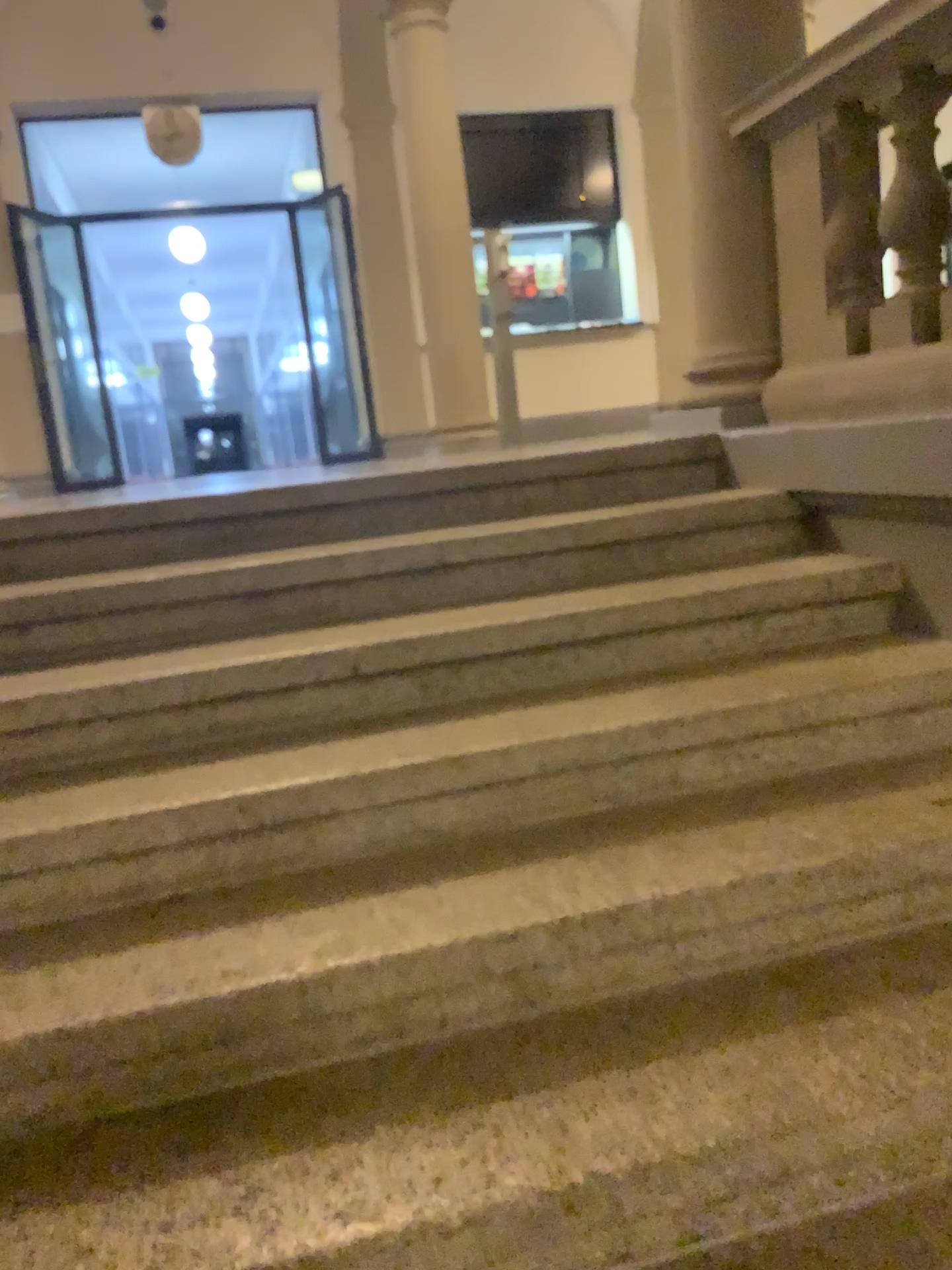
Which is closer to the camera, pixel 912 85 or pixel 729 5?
pixel 912 85

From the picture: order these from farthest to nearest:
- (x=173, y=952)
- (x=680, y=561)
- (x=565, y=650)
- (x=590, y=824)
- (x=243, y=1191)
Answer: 1. (x=680, y=561)
2. (x=565, y=650)
3. (x=590, y=824)
4. (x=173, y=952)
5. (x=243, y=1191)

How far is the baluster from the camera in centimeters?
247cm

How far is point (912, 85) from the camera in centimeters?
247cm

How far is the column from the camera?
3.1m

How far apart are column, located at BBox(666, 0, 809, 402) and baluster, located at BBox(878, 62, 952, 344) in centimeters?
57cm

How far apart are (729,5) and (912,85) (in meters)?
0.87

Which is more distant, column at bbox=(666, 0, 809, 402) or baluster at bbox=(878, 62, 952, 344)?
column at bbox=(666, 0, 809, 402)
